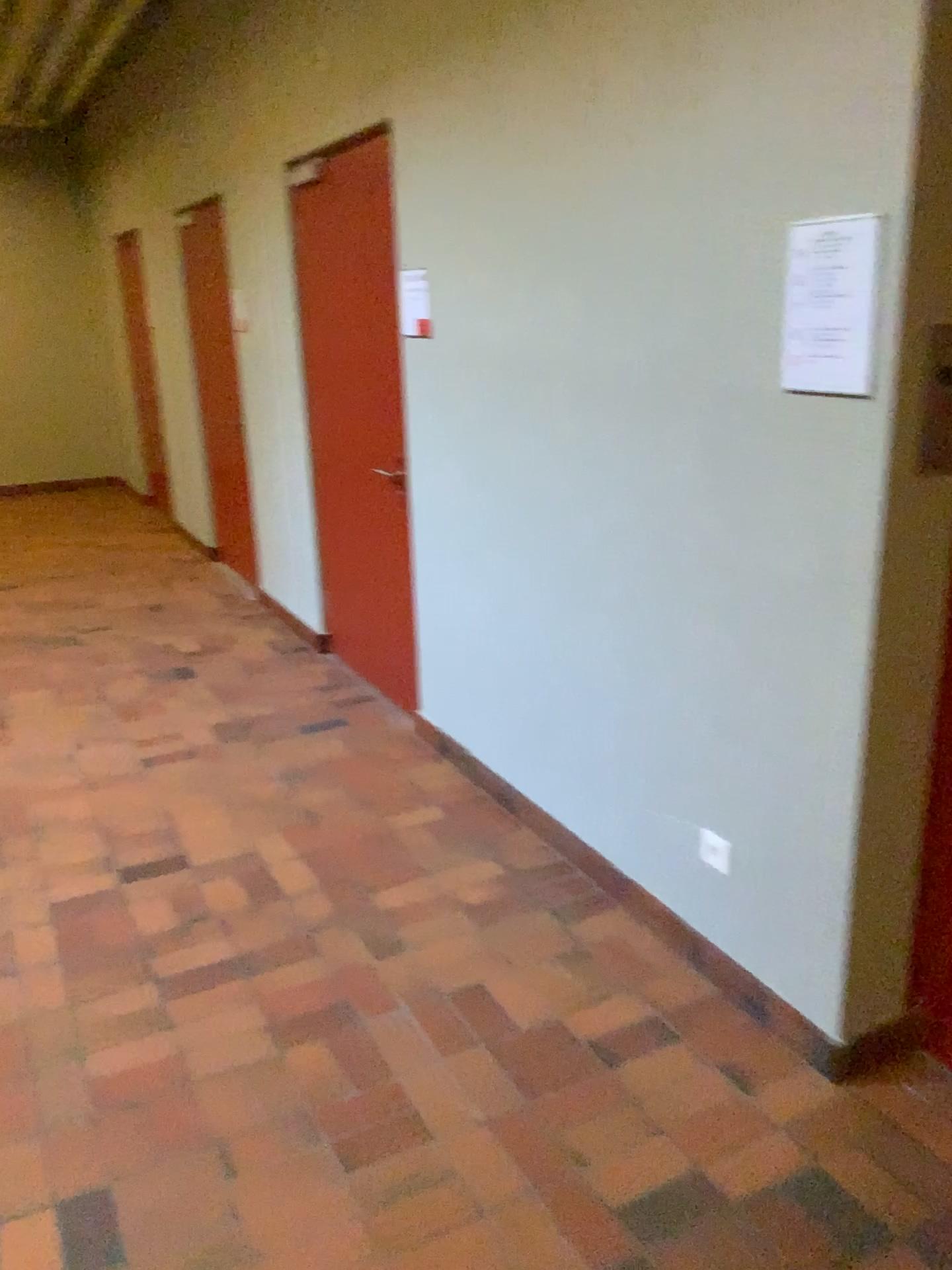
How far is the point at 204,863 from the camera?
3.2 meters

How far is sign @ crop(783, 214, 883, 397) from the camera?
1.89m

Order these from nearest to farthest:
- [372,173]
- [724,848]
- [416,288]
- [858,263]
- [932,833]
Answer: [858,263] → [932,833] → [724,848] → [416,288] → [372,173]

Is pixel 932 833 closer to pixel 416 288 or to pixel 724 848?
pixel 724 848

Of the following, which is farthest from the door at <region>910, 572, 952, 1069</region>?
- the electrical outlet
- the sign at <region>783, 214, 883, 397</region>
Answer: the sign at <region>783, 214, 883, 397</region>

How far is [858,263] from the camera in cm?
189

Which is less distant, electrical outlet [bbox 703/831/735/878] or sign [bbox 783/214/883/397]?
sign [bbox 783/214/883/397]

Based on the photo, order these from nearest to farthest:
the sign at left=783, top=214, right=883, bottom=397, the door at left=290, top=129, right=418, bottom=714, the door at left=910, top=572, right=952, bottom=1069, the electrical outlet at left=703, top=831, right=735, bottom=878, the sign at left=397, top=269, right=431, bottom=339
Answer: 1. the sign at left=783, top=214, right=883, bottom=397
2. the door at left=910, top=572, right=952, bottom=1069
3. the electrical outlet at left=703, top=831, right=735, bottom=878
4. the sign at left=397, top=269, right=431, bottom=339
5. the door at left=290, top=129, right=418, bottom=714

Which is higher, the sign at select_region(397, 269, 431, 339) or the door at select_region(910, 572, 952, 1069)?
the sign at select_region(397, 269, 431, 339)

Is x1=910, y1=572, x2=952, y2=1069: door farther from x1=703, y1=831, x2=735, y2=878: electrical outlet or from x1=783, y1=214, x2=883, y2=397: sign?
x1=783, y1=214, x2=883, y2=397: sign
